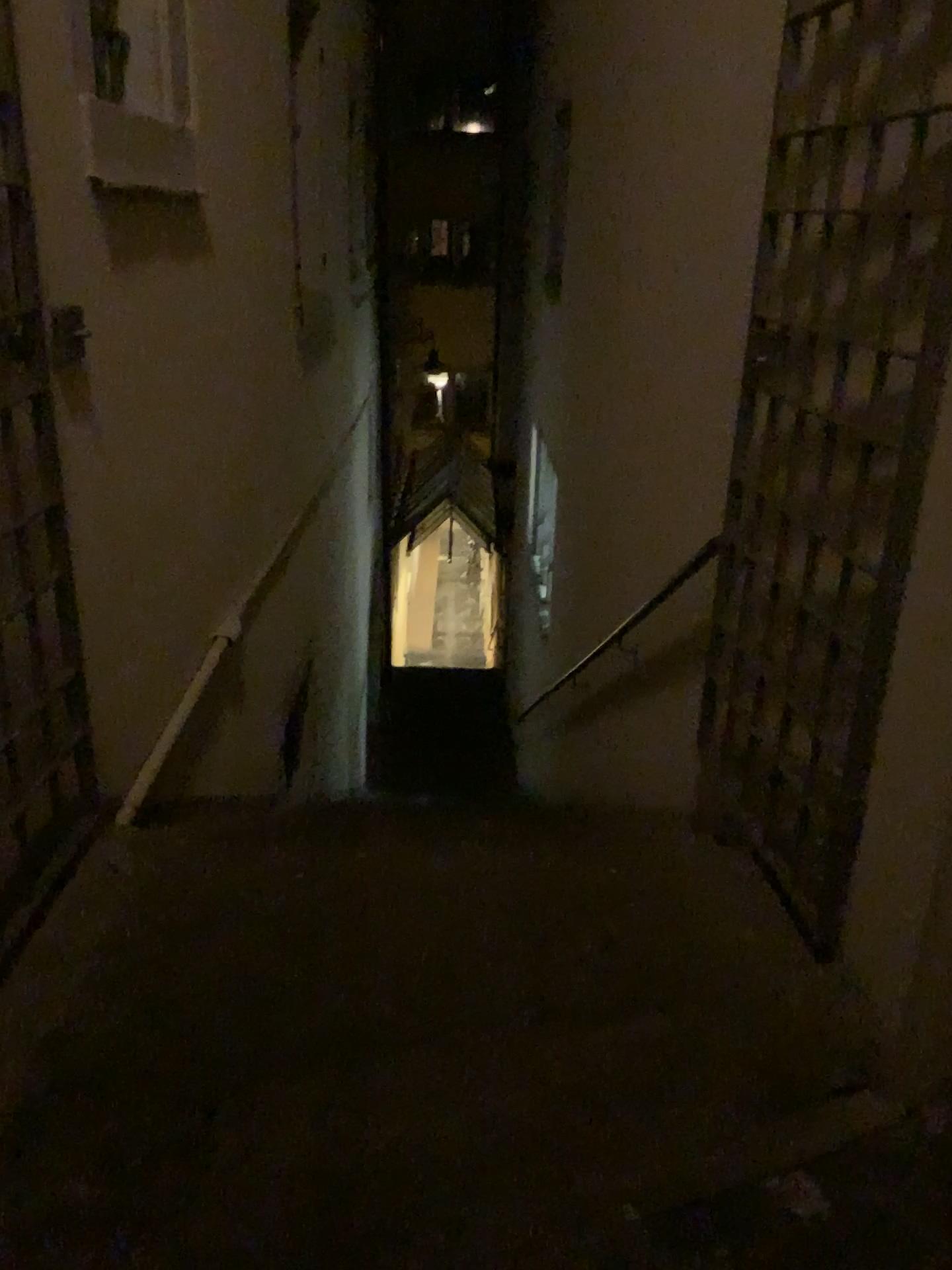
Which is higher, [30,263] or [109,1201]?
[30,263]

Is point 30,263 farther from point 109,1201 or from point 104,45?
point 109,1201

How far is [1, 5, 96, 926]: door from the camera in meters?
2.0 m

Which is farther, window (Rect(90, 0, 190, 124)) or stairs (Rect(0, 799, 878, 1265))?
window (Rect(90, 0, 190, 124))

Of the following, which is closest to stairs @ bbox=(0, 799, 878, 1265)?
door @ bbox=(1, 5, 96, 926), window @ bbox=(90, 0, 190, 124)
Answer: door @ bbox=(1, 5, 96, 926)

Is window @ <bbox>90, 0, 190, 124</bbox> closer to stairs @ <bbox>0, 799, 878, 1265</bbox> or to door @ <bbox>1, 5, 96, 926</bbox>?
door @ <bbox>1, 5, 96, 926</bbox>

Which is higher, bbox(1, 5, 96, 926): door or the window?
the window

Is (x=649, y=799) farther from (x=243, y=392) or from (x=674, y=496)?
(x=243, y=392)

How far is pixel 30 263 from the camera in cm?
200
